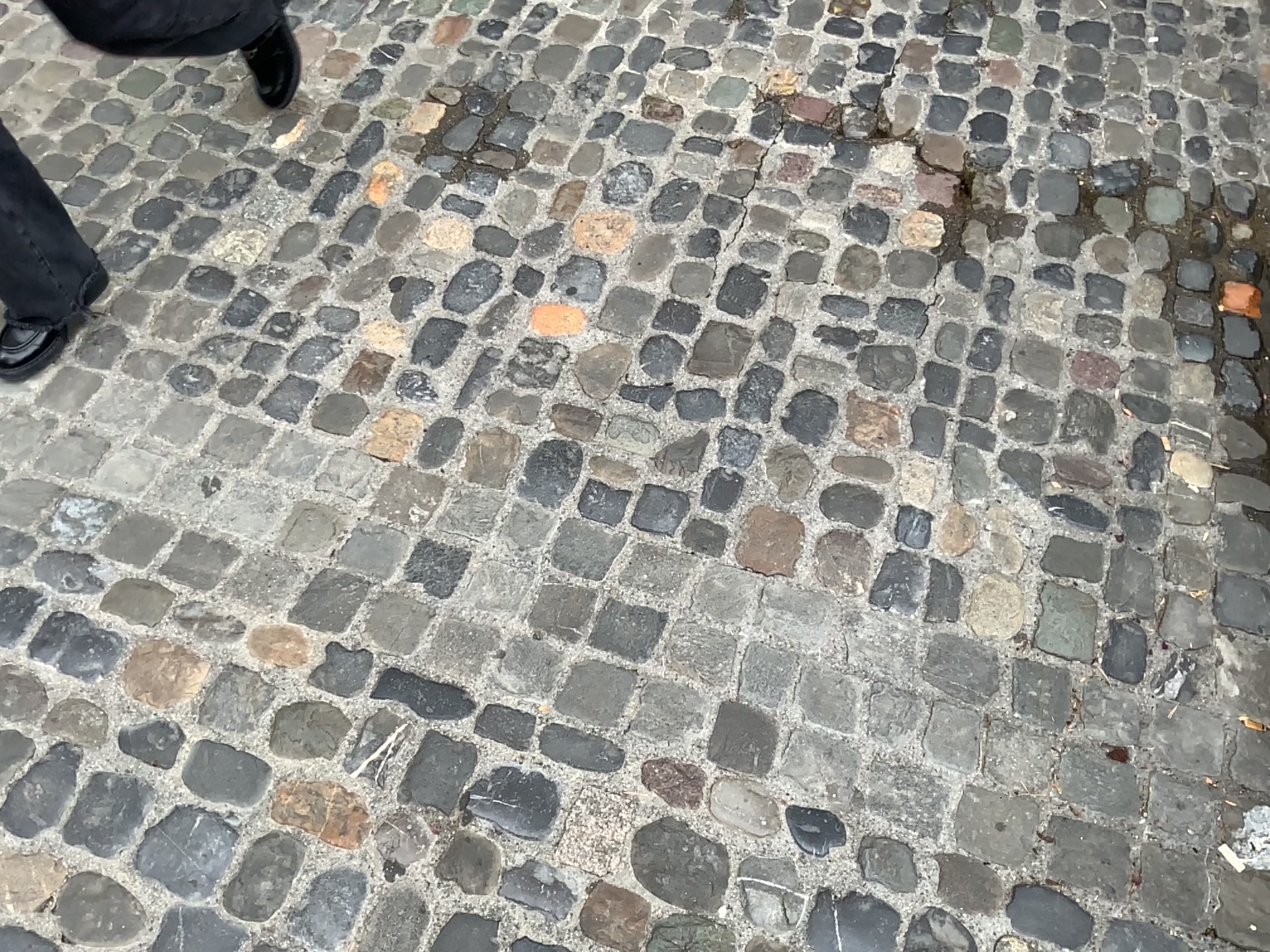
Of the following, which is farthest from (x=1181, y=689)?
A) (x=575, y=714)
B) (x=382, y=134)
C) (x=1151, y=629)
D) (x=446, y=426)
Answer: (x=382, y=134)

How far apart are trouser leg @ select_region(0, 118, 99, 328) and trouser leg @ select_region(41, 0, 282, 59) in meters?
0.3 m

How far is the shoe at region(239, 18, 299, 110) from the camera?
2.1 meters

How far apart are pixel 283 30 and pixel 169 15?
0.4m

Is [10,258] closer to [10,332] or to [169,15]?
[10,332]

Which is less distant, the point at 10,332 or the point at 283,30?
the point at 10,332

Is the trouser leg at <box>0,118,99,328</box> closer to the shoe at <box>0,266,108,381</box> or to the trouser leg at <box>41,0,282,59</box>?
the shoe at <box>0,266,108,381</box>

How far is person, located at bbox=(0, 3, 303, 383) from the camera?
1.7 meters

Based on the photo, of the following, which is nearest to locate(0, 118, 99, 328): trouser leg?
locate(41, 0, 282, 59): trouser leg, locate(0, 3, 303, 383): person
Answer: locate(0, 3, 303, 383): person

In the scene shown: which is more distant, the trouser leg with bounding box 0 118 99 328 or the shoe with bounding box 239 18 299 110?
the shoe with bounding box 239 18 299 110
